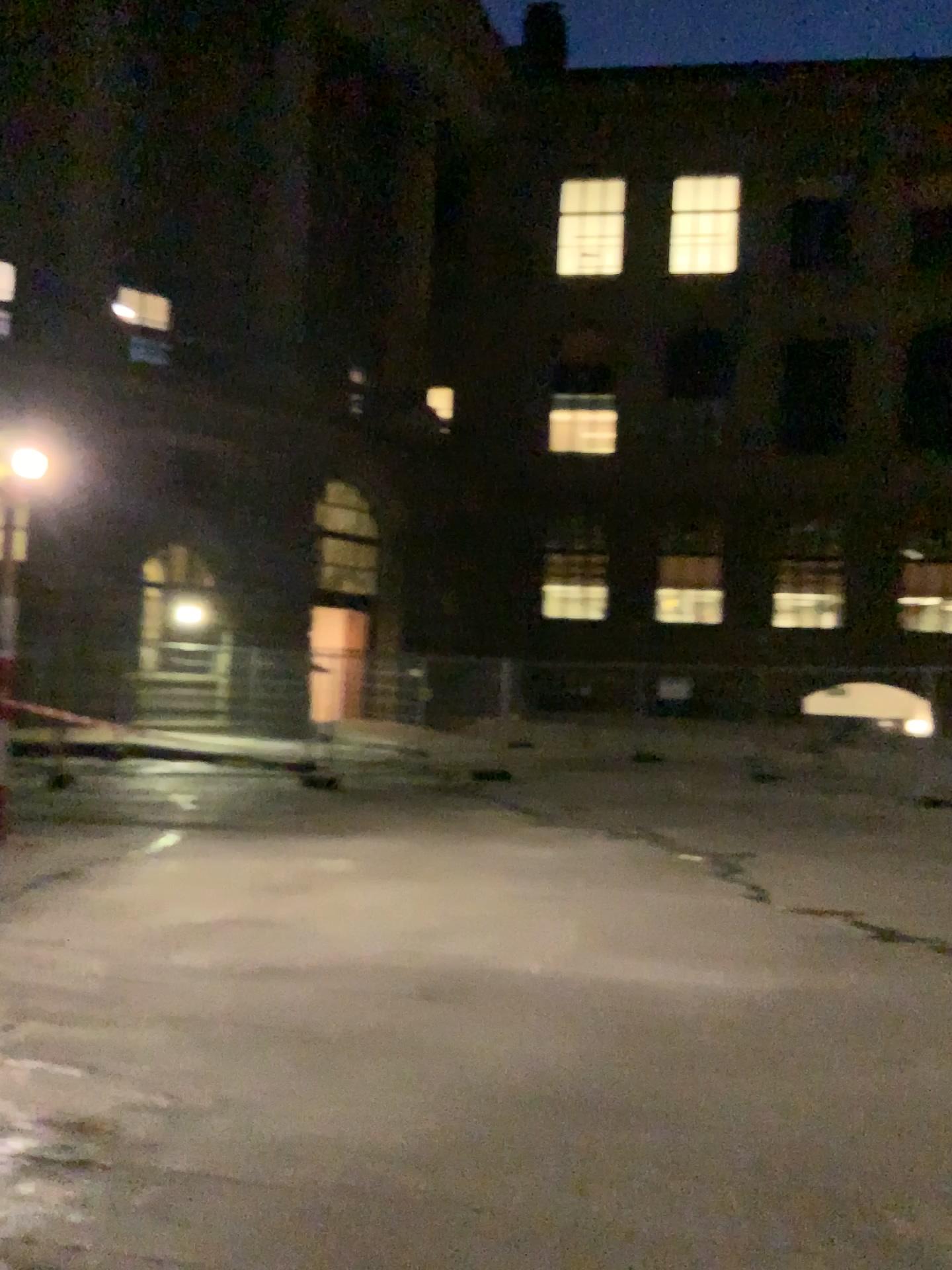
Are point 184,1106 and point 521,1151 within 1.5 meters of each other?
yes
